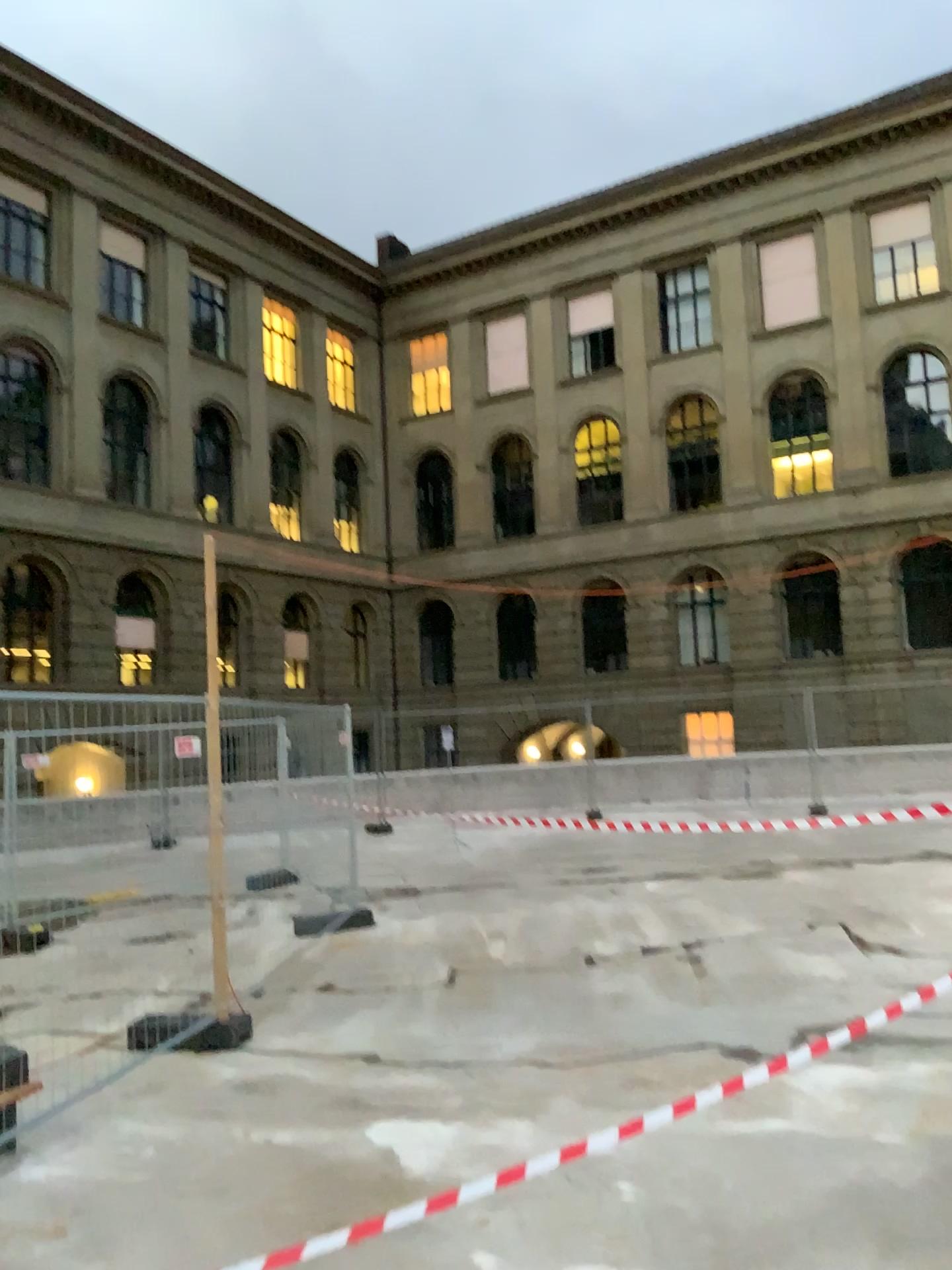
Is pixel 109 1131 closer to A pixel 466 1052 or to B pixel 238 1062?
B pixel 238 1062
